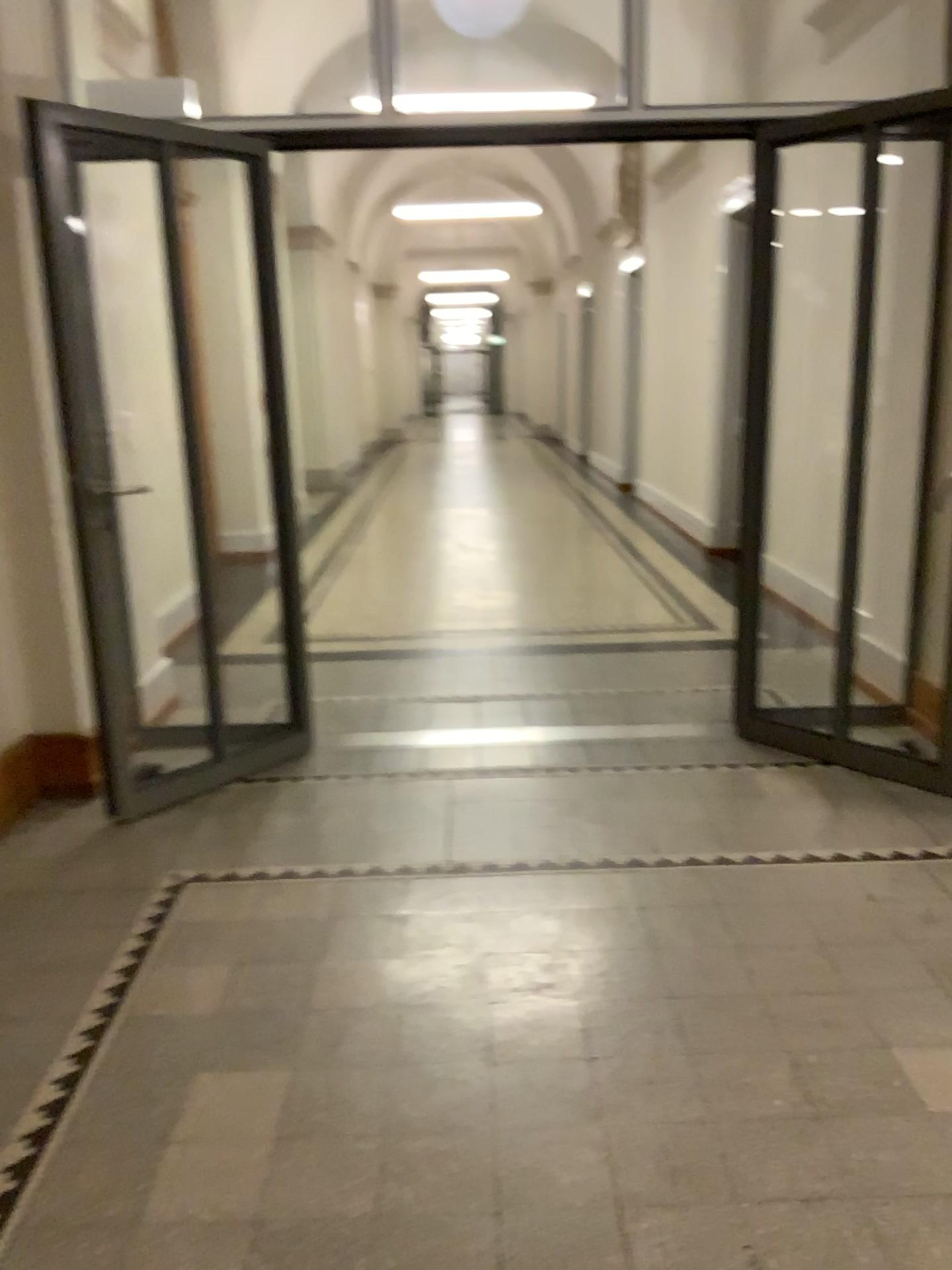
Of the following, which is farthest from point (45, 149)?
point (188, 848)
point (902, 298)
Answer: point (902, 298)
